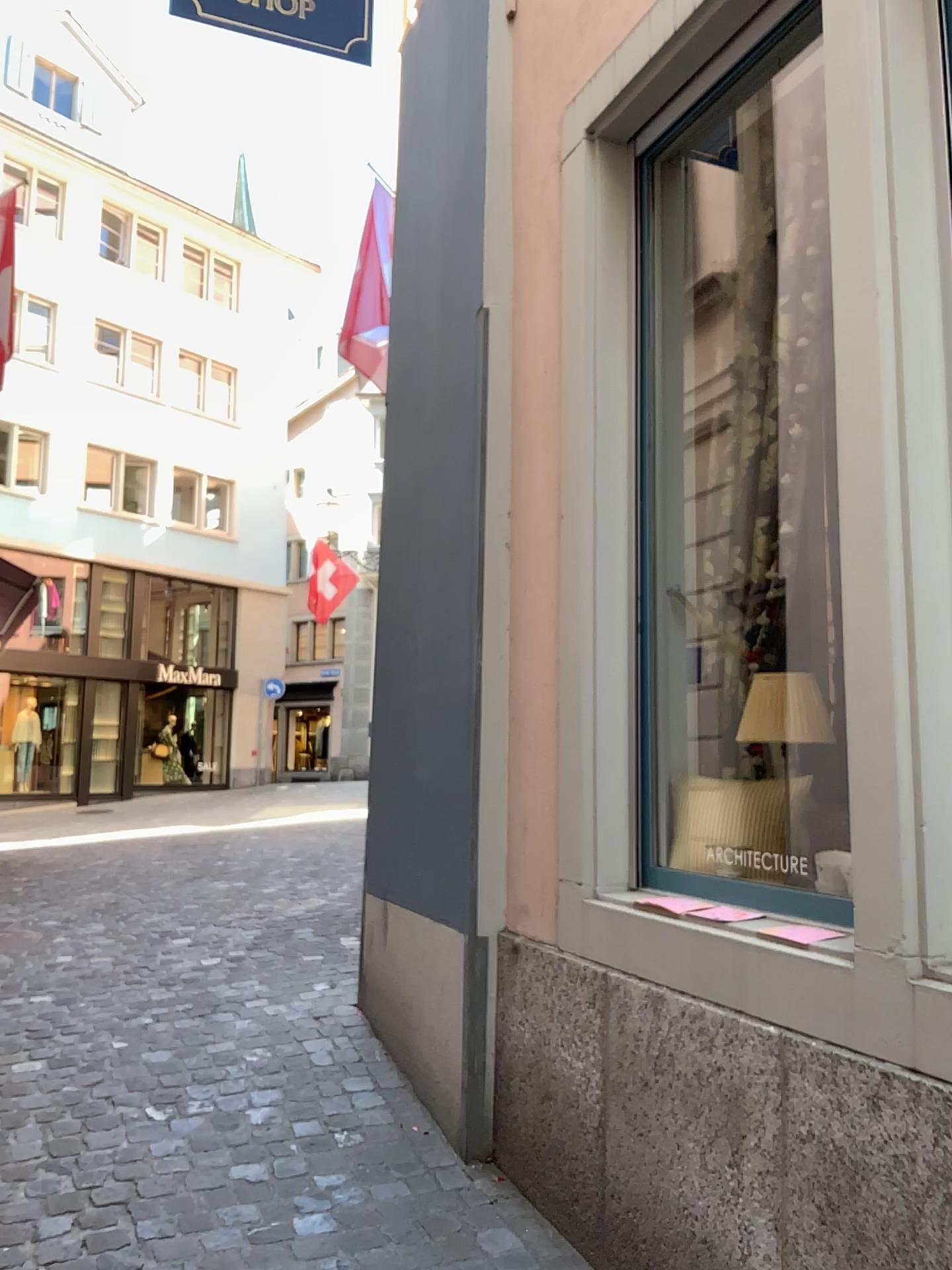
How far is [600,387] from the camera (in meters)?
2.86
